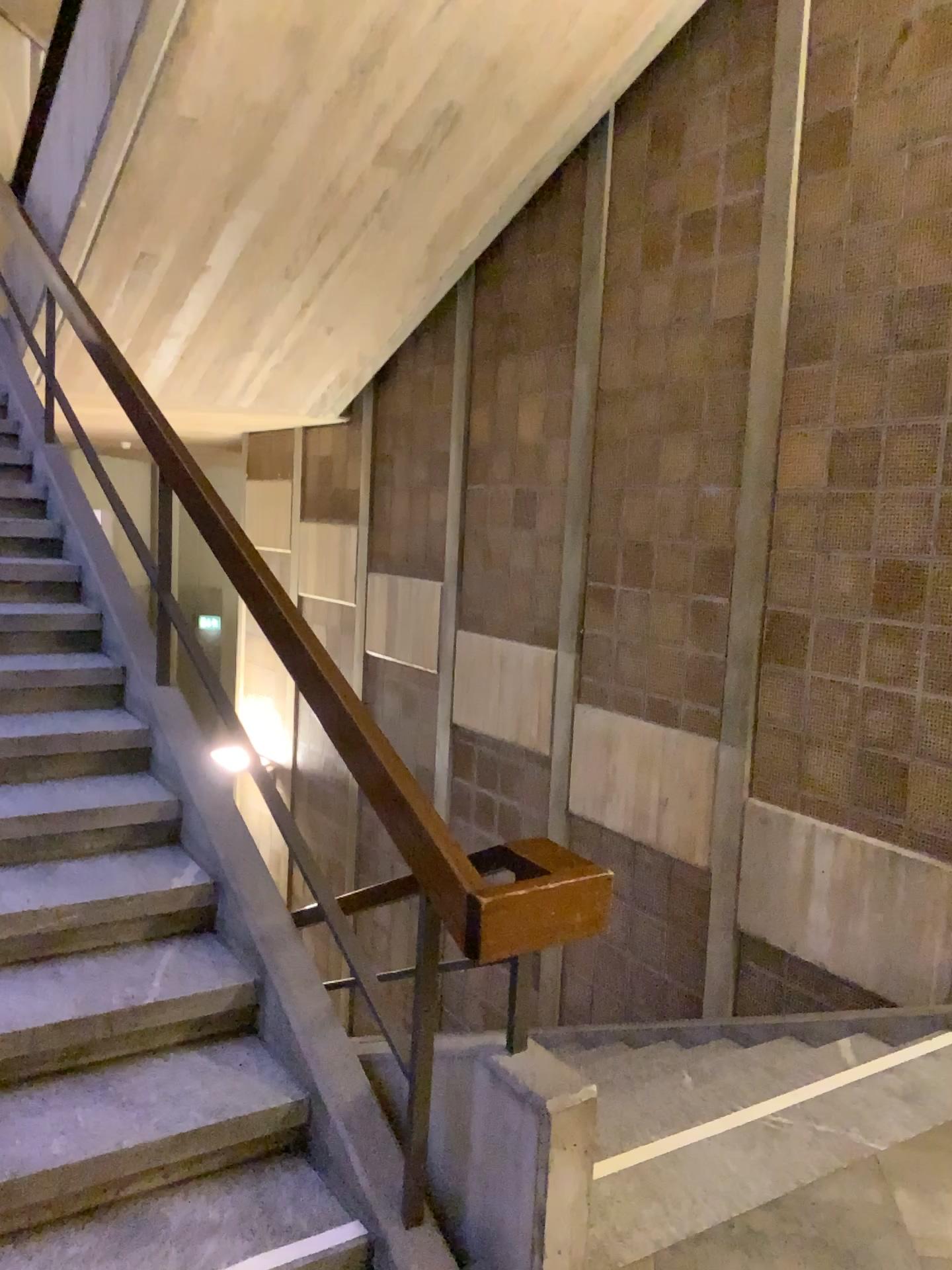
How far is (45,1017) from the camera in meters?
2.4

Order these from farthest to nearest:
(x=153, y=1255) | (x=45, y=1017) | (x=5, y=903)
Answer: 1. (x=5, y=903)
2. (x=45, y=1017)
3. (x=153, y=1255)

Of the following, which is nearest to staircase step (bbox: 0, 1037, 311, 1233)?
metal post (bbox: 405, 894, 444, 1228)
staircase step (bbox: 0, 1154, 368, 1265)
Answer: staircase step (bbox: 0, 1154, 368, 1265)

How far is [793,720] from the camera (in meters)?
4.41

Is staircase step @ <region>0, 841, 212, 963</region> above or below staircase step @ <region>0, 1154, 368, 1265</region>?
above

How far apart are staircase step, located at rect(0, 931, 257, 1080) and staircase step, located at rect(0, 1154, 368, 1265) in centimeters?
37cm

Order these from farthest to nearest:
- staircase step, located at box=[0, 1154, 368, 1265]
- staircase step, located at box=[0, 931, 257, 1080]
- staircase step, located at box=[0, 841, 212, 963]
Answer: staircase step, located at box=[0, 841, 212, 963] → staircase step, located at box=[0, 931, 257, 1080] → staircase step, located at box=[0, 1154, 368, 1265]

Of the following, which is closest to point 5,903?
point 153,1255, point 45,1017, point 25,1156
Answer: point 45,1017

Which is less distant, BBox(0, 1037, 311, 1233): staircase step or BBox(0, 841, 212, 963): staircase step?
BBox(0, 1037, 311, 1233): staircase step

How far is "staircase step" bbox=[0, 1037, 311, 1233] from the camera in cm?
218
